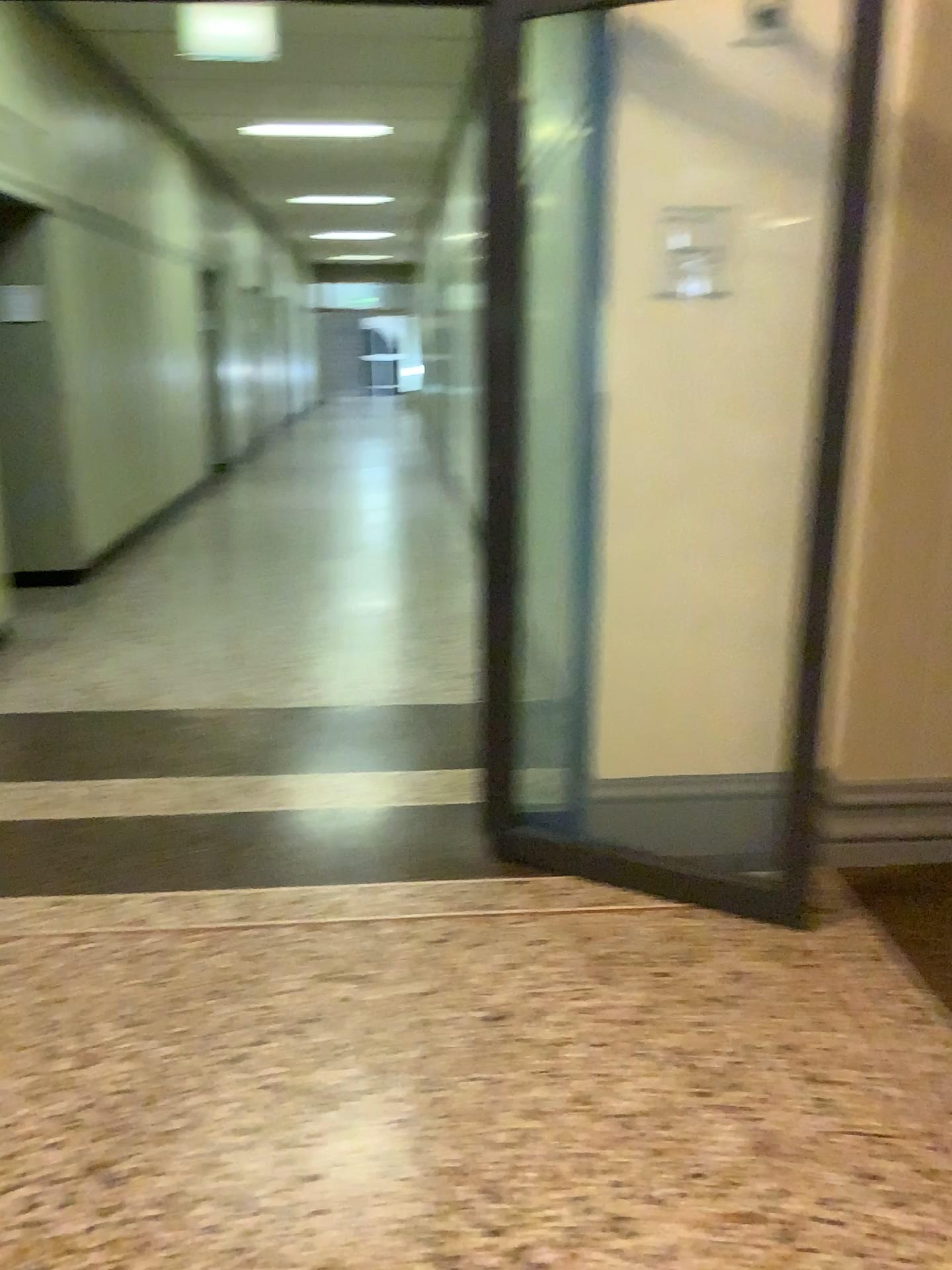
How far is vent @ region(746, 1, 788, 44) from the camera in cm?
266

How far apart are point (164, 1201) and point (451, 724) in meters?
2.4

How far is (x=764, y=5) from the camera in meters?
2.7 m
